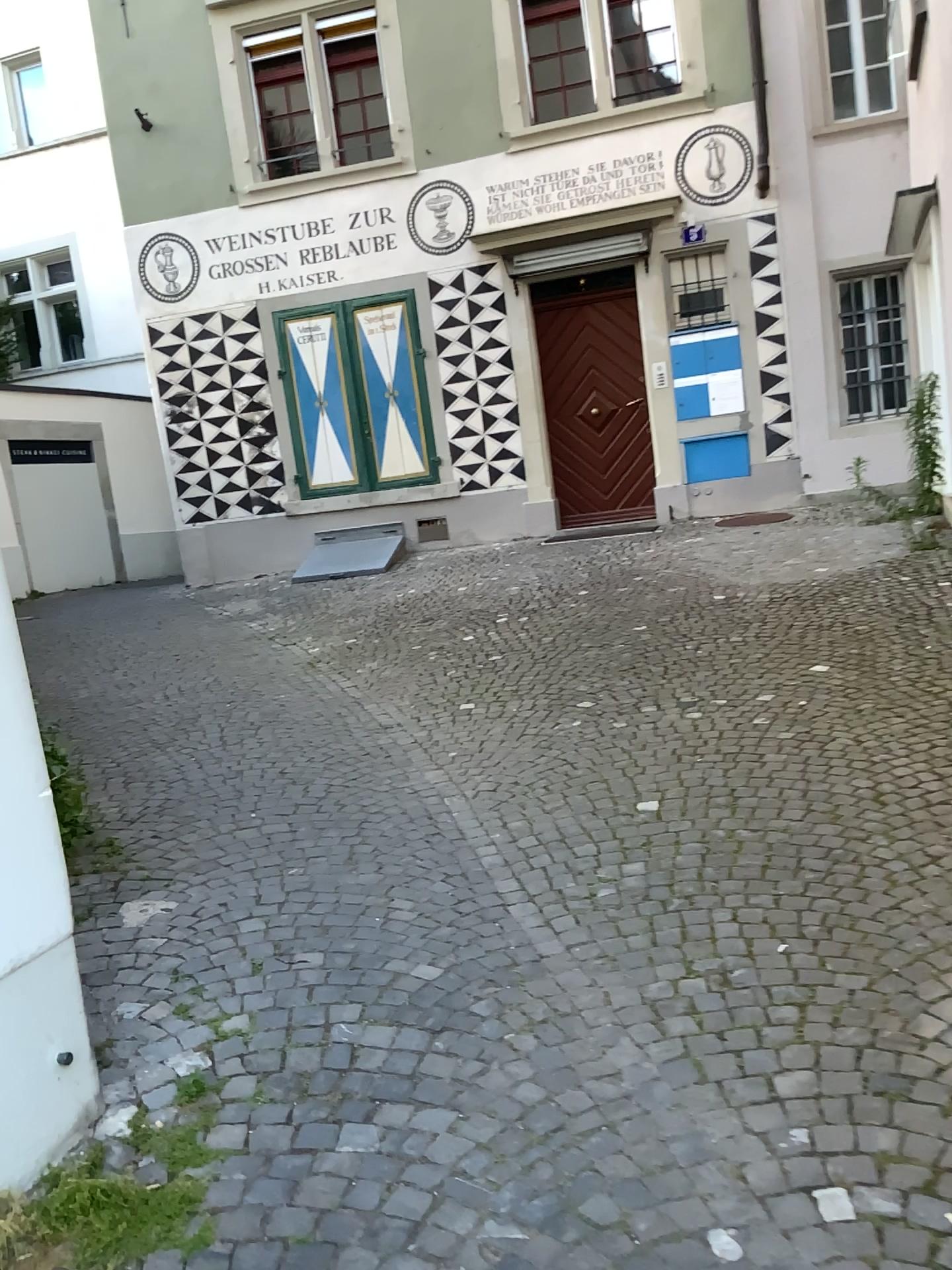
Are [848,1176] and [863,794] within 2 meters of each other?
yes
